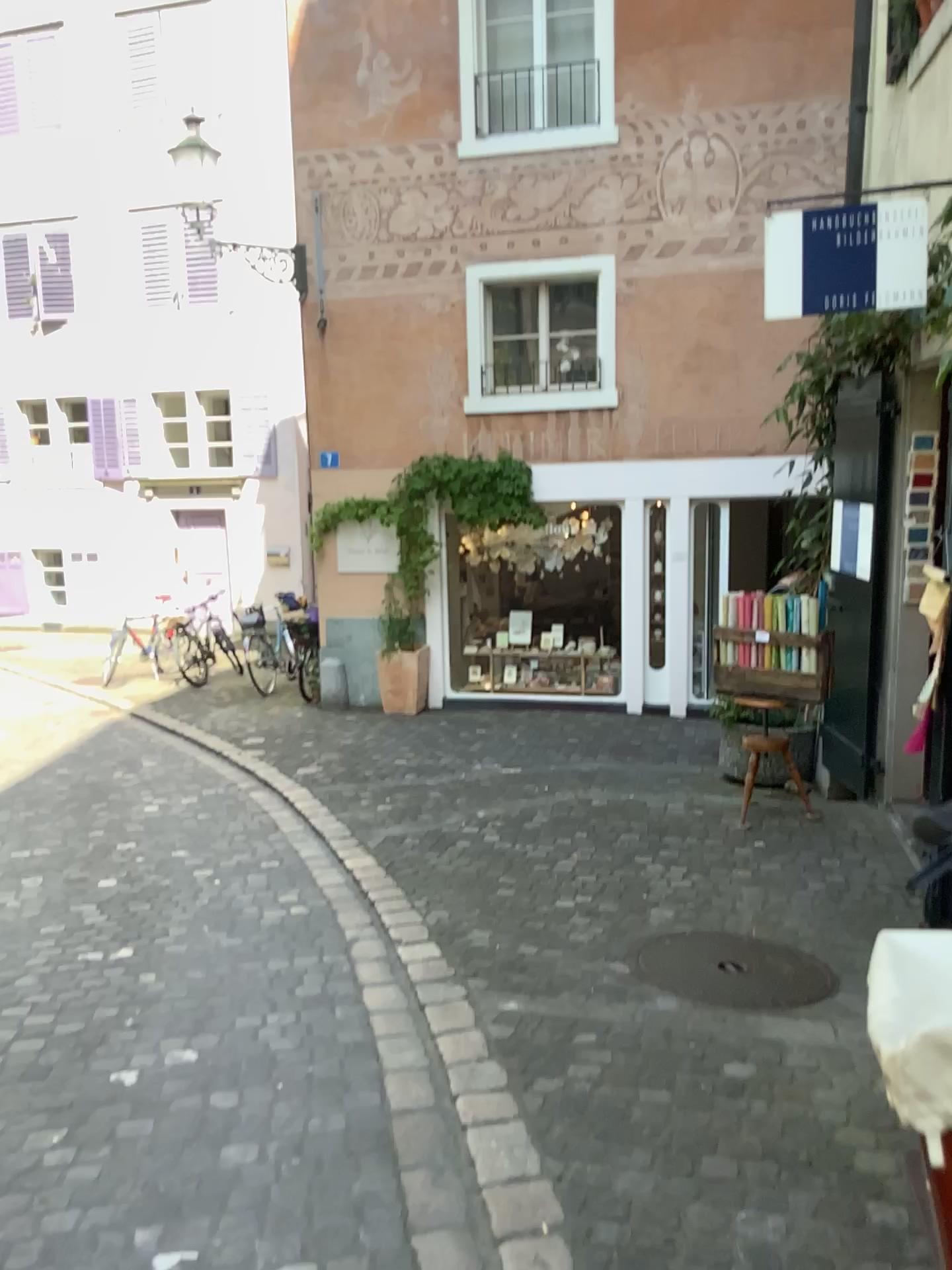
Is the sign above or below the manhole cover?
above

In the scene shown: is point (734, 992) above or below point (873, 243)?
below

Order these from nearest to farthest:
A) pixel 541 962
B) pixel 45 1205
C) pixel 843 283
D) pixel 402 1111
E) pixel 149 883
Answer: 1. pixel 45 1205
2. pixel 402 1111
3. pixel 541 962
4. pixel 843 283
5. pixel 149 883

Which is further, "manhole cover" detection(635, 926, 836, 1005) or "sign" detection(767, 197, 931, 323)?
"sign" detection(767, 197, 931, 323)

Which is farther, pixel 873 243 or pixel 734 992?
pixel 873 243
